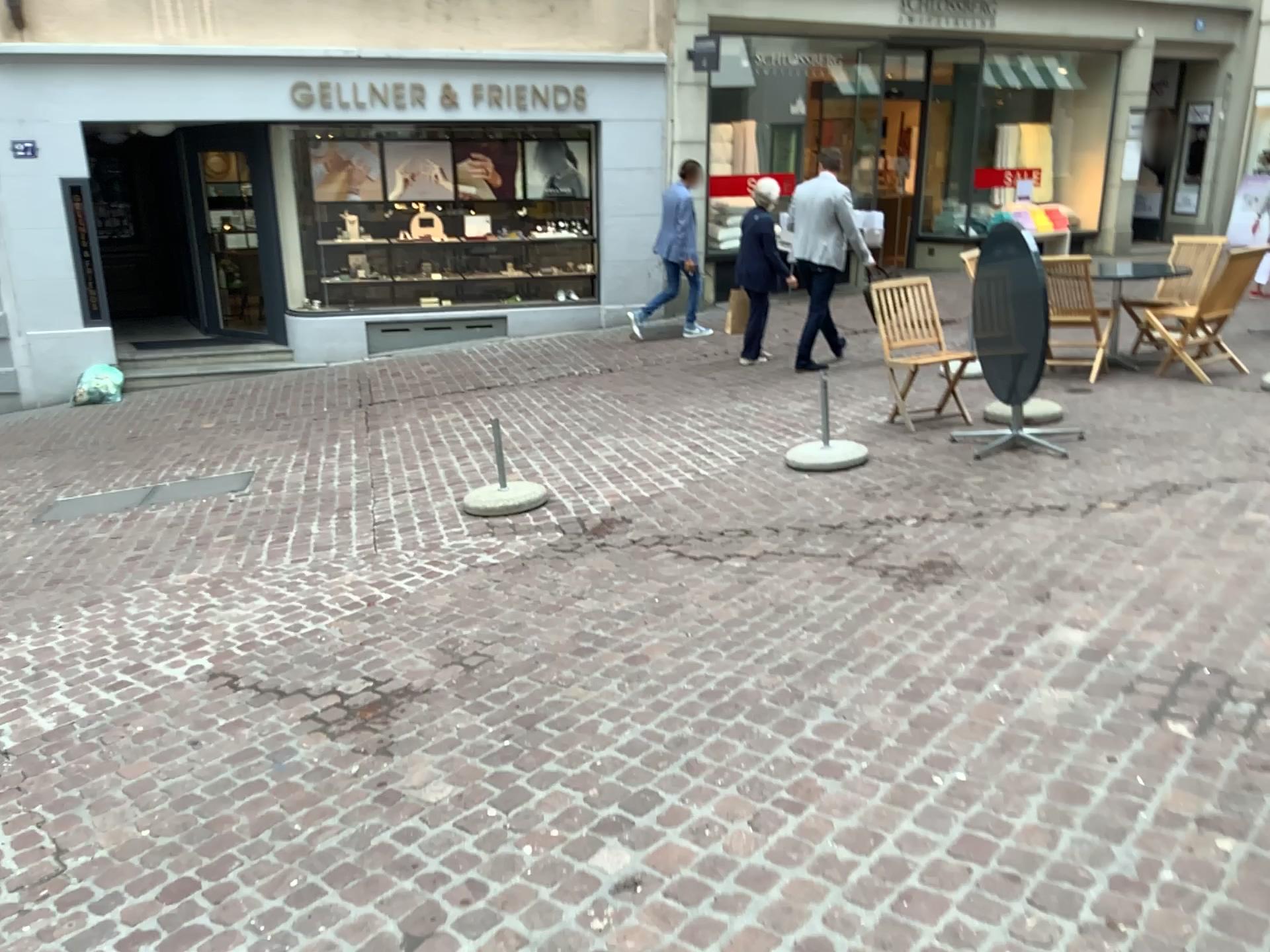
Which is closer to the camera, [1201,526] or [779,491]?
[1201,526]
